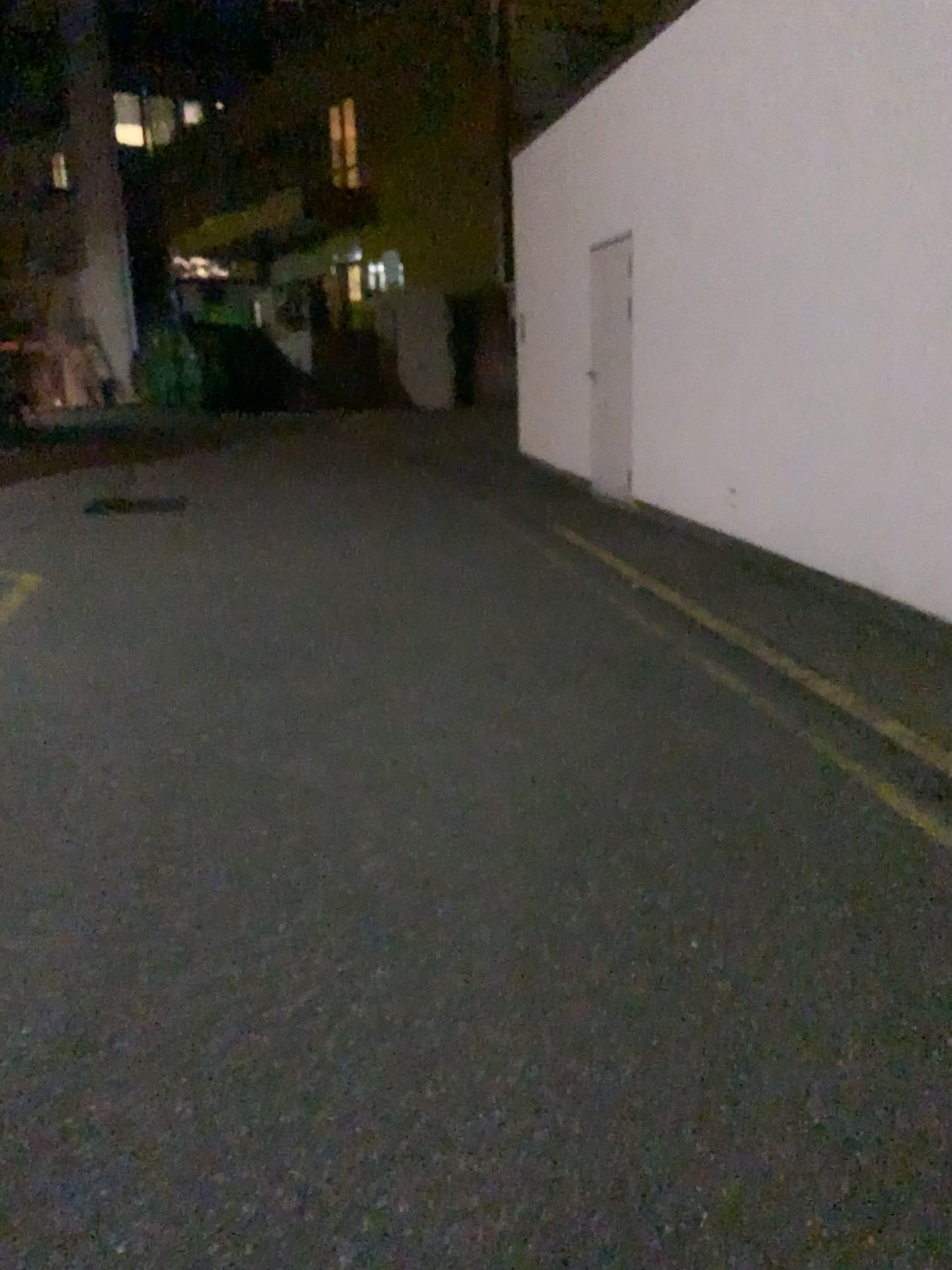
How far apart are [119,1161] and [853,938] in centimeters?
170cm
